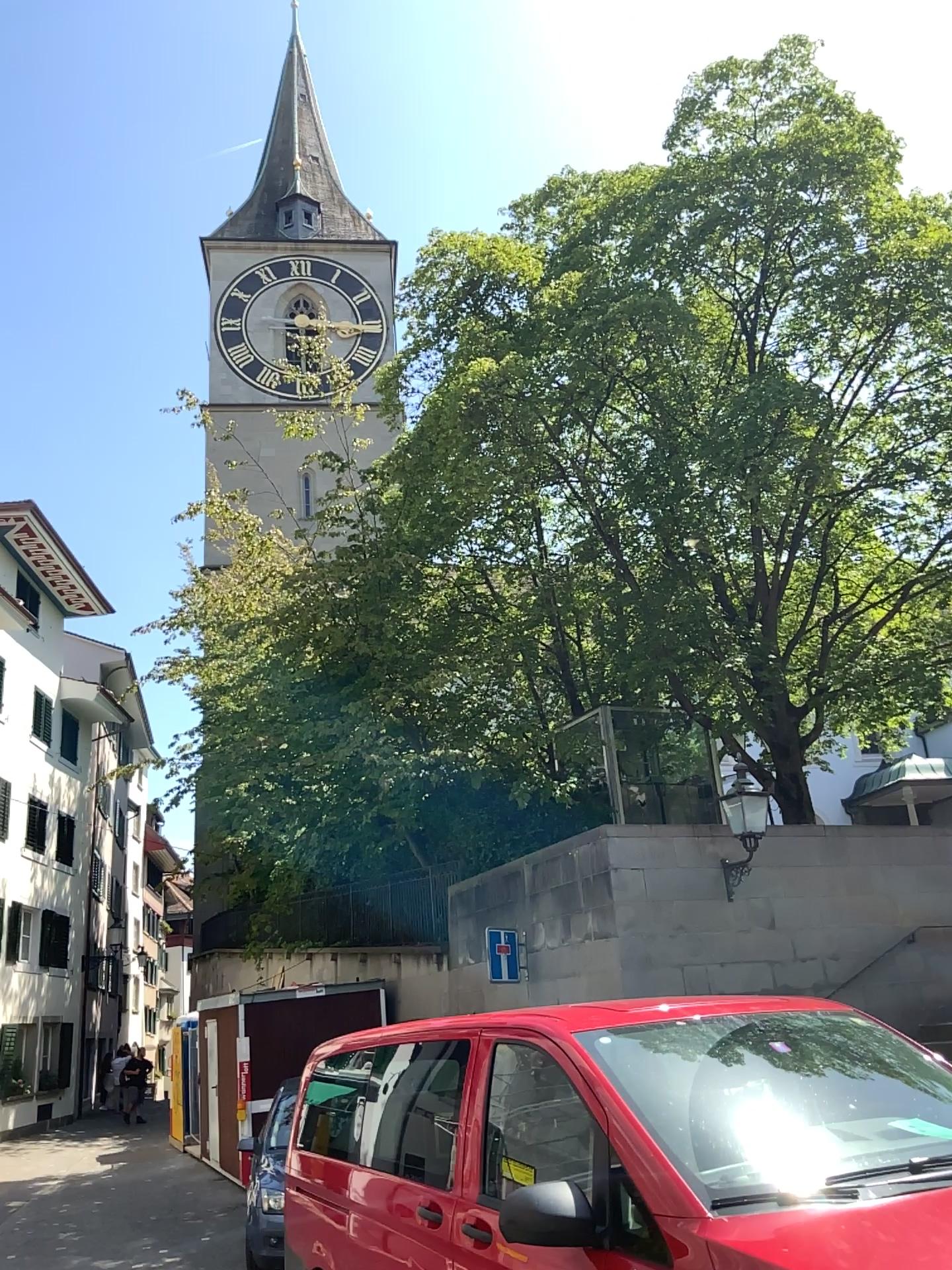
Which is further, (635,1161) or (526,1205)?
(526,1205)
